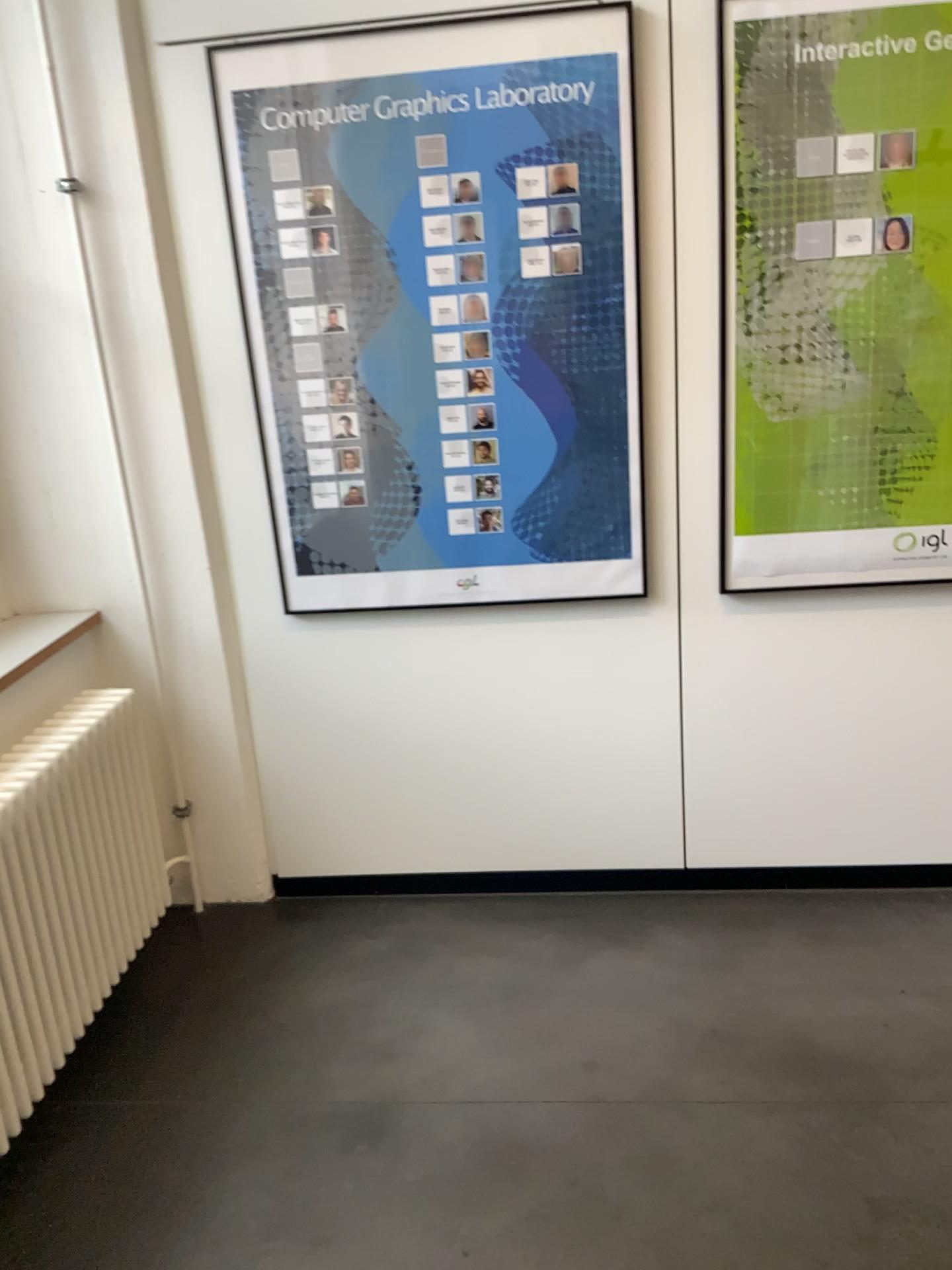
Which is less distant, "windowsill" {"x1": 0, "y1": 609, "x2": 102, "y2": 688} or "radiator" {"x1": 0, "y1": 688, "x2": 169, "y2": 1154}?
"radiator" {"x1": 0, "y1": 688, "x2": 169, "y2": 1154}

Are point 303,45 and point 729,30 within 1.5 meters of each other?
yes

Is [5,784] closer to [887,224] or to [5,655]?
[5,655]

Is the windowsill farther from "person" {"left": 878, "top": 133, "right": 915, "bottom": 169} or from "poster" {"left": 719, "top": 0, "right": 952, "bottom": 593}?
"person" {"left": 878, "top": 133, "right": 915, "bottom": 169}

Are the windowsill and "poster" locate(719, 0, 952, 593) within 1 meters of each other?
no

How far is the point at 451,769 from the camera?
2.8m

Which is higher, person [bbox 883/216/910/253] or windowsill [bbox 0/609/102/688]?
person [bbox 883/216/910/253]

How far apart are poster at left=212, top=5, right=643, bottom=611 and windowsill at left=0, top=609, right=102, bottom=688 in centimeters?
49cm

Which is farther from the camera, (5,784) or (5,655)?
(5,655)

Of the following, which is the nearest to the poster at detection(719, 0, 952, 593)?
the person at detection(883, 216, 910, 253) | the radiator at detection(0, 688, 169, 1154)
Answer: the person at detection(883, 216, 910, 253)
